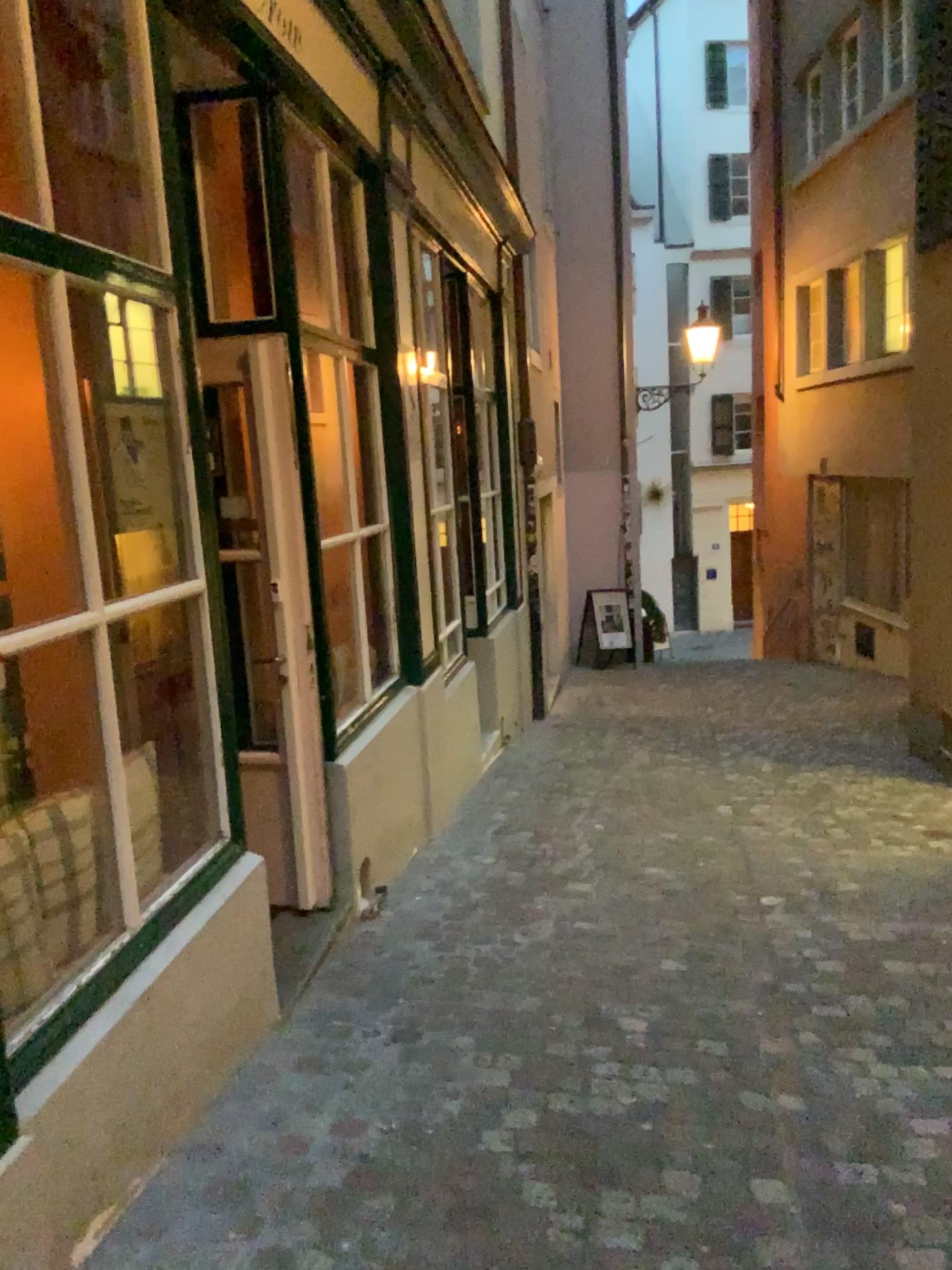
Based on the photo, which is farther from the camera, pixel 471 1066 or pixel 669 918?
pixel 669 918
